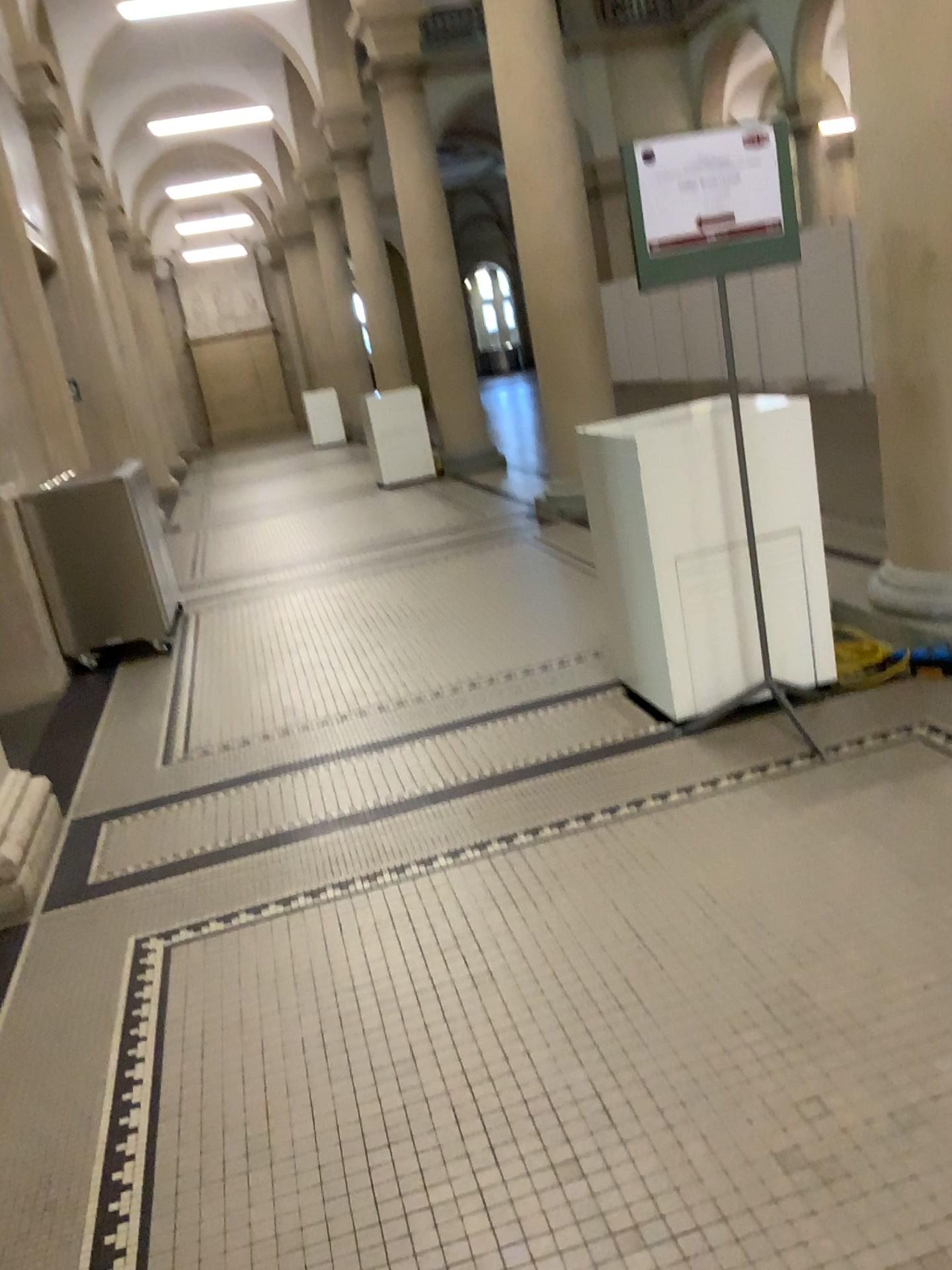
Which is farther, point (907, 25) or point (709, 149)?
point (907, 25)

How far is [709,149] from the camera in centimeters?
300cm

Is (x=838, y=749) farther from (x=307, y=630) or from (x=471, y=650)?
(x=307, y=630)

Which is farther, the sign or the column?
the column

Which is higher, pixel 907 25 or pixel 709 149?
pixel 907 25

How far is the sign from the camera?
3.0 meters
